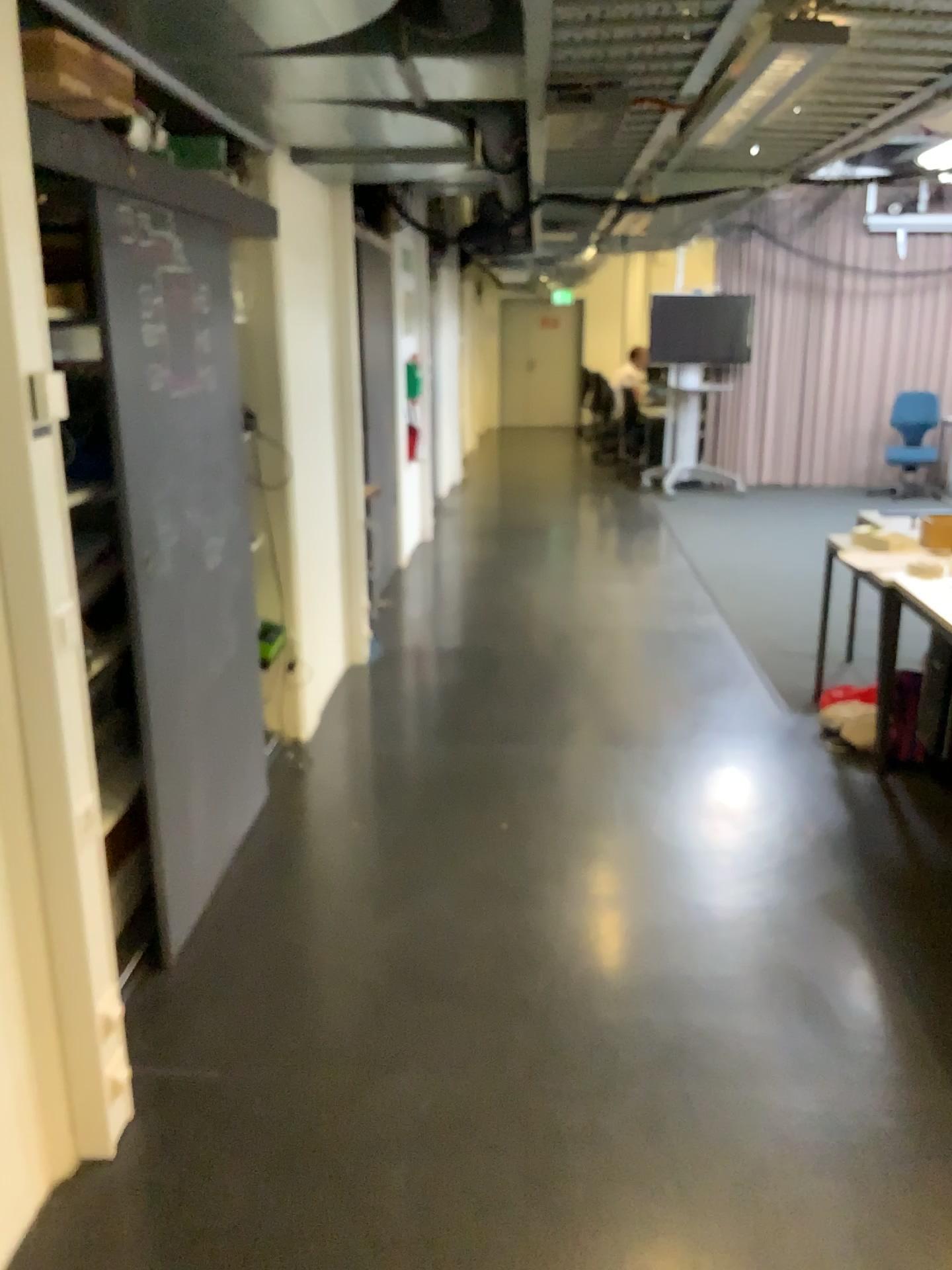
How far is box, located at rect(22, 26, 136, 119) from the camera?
1.7 meters

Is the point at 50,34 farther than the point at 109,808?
No

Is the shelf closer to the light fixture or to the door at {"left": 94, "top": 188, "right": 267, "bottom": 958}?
the door at {"left": 94, "top": 188, "right": 267, "bottom": 958}

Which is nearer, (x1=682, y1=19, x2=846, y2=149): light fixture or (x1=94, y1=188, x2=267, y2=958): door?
(x1=682, y1=19, x2=846, y2=149): light fixture

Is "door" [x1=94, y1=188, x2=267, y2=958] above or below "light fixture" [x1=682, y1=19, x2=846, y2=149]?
below

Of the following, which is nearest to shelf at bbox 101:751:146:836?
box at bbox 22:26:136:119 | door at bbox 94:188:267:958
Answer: door at bbox 94:188:267:958

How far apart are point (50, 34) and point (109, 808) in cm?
179

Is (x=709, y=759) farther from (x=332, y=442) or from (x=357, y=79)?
(x=357, y=79)

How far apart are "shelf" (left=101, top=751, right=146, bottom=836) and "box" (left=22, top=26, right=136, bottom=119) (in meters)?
1.62

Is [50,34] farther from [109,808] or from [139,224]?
[109,808]
